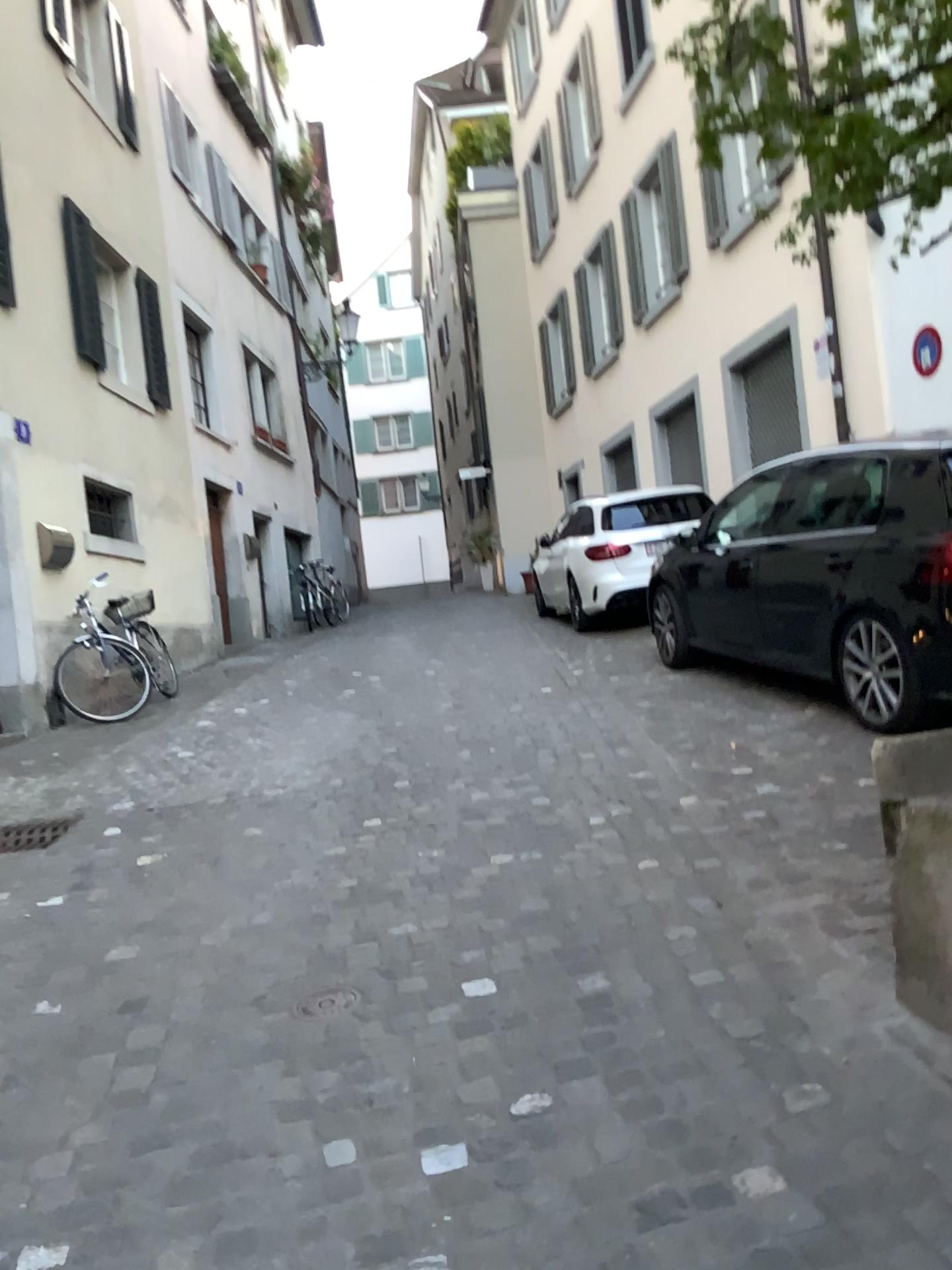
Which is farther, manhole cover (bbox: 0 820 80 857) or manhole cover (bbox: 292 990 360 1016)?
manhole cover (bbox: 0 820 80 857)

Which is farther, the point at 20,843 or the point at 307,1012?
the point at 20,843

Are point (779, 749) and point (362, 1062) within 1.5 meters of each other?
no
